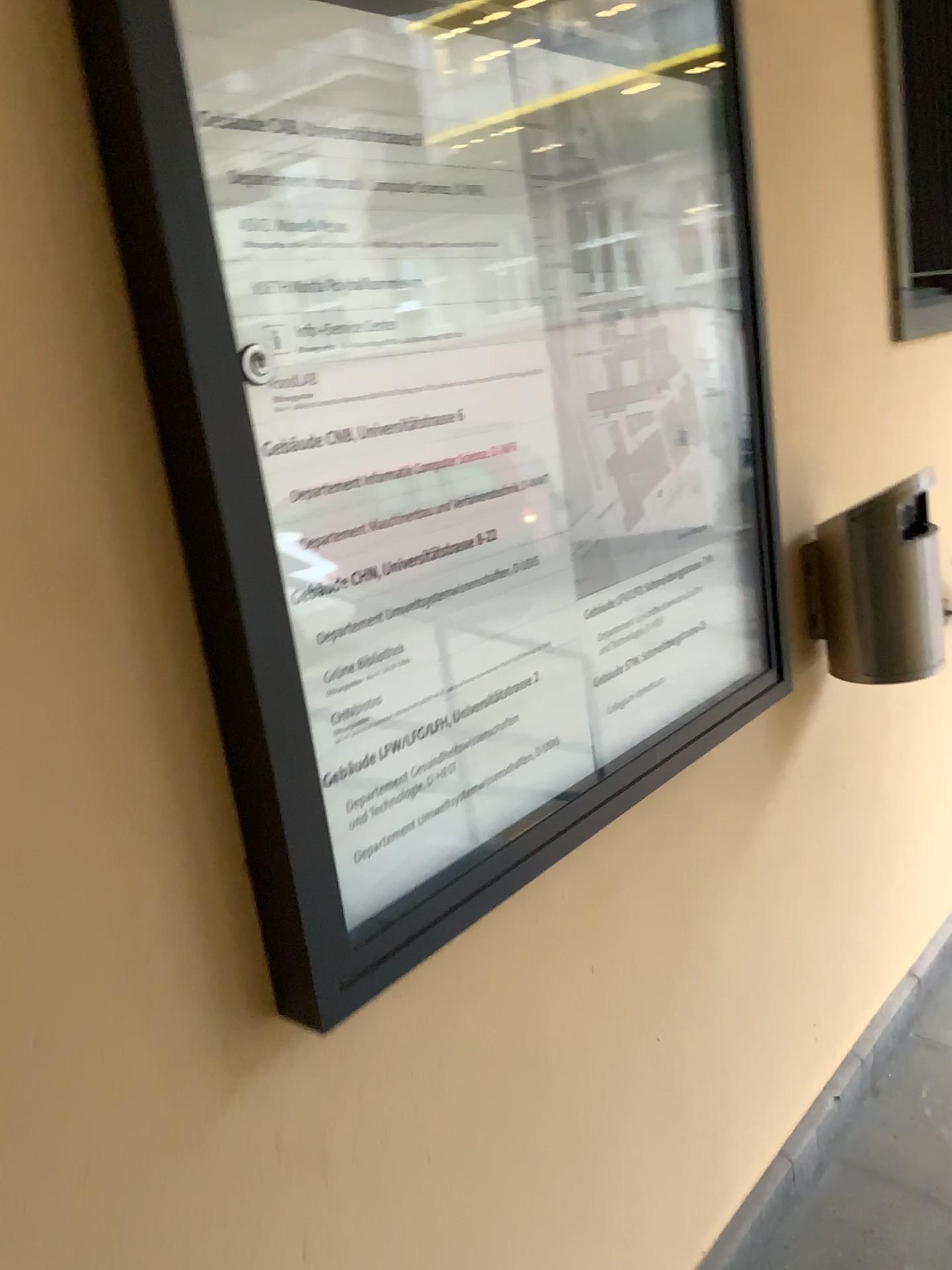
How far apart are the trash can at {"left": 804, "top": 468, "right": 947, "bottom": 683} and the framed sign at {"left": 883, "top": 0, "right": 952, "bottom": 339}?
0.41m

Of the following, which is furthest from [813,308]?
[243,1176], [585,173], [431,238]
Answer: [243,1176]

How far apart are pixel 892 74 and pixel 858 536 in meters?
1.0 m

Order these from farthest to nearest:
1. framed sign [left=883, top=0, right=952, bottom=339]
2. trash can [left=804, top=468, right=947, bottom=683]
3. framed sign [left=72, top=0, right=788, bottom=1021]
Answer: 1. framed sign [left=883, top=0, right=952, bottom=339]
2. trash can [left=804, top=468, right=947, bottom=683]
3. framed sign [left=72, top=0, right=788, bottom=1021]

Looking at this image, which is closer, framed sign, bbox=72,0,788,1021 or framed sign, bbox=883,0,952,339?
framed sign, bbox=72,0,788,1021

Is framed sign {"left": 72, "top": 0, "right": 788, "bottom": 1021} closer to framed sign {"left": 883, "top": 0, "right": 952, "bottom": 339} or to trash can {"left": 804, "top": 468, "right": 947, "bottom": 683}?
trash can {"left": 804, "top": 468, "right": 947, "bottom": 683}

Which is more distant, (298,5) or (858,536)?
(858,536)

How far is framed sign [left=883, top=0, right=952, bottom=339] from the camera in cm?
196

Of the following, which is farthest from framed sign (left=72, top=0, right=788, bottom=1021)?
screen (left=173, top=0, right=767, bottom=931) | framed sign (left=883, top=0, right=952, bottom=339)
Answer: framed sign (left=883, top=0, right=952, bottom=339)

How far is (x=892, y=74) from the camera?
2.0m
